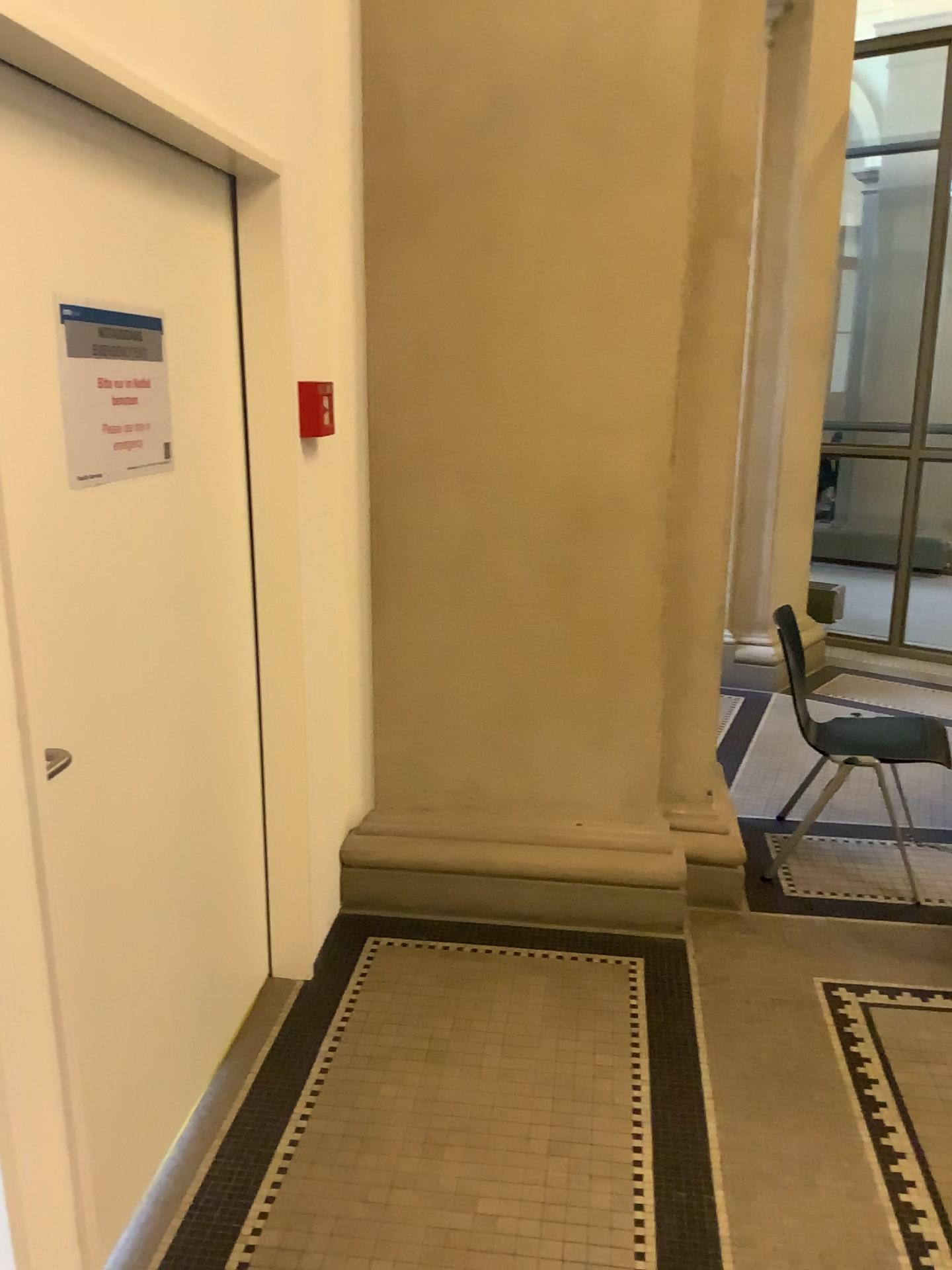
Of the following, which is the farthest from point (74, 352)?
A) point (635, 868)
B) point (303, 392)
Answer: point (635, 868)

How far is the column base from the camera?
3.08m

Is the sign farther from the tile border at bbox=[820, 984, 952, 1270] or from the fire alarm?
the tile border at bbox=[820, 984, 952, 1270]

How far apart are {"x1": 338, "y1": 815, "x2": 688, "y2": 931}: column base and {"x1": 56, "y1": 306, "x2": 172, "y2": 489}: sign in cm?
151

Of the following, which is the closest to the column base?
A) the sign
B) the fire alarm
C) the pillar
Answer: the pillar

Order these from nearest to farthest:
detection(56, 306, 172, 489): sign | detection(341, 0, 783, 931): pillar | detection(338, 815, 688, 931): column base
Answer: detection(56, 306, 172, 489): sign < detection(341, 0, 783, 931): pillar < detection(338, 815, 688, 931): column base

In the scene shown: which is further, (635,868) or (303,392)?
(635,868)

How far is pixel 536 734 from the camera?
3.07m

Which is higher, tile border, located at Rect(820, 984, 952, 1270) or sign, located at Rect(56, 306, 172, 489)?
sign, located at Rect(56, 306, 172, 489)

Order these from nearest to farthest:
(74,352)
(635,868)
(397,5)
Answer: (74,352)
(397,5)
(635,868)
